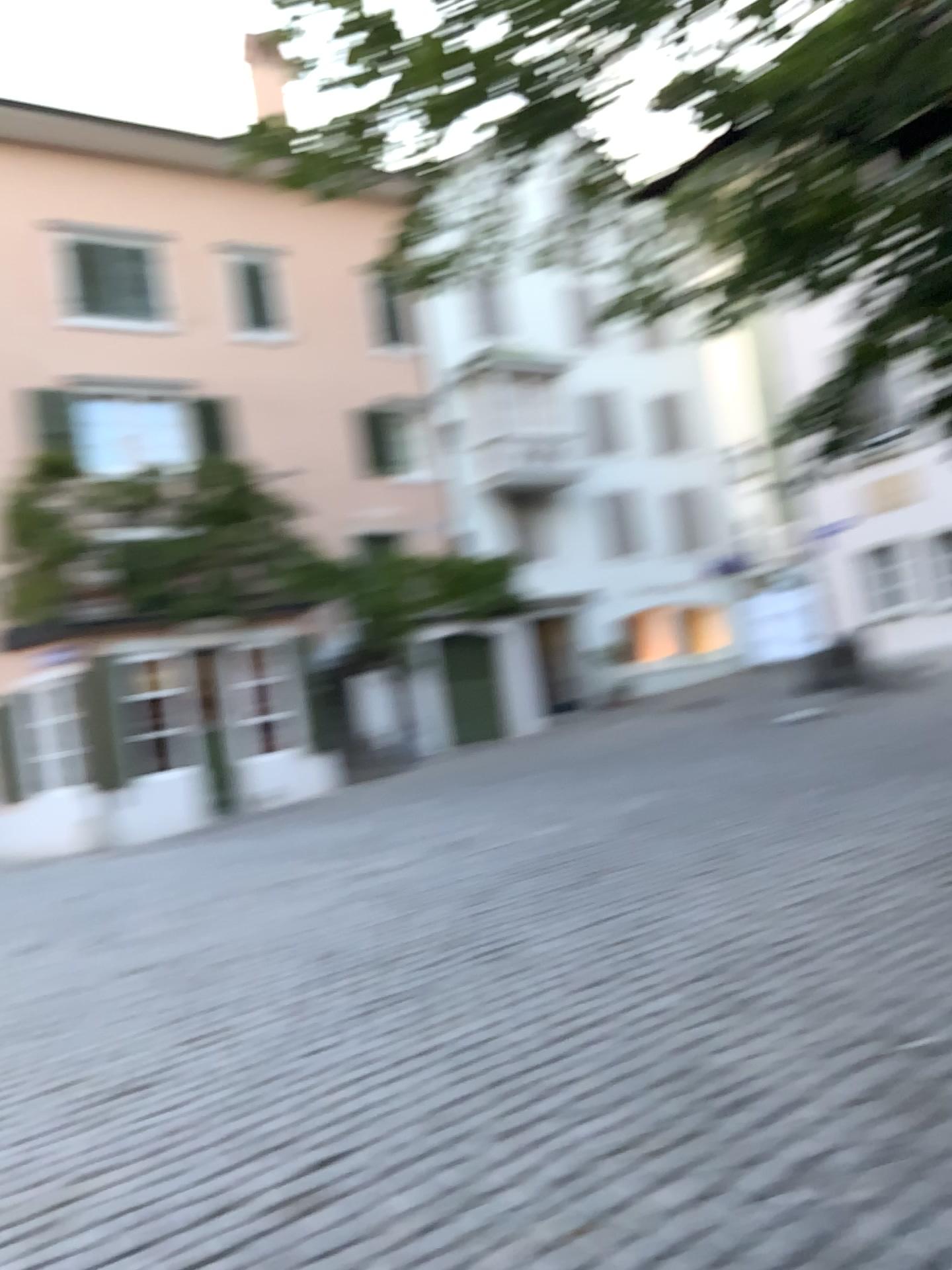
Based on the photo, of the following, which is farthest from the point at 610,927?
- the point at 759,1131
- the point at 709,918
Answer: the point at 759,1131
